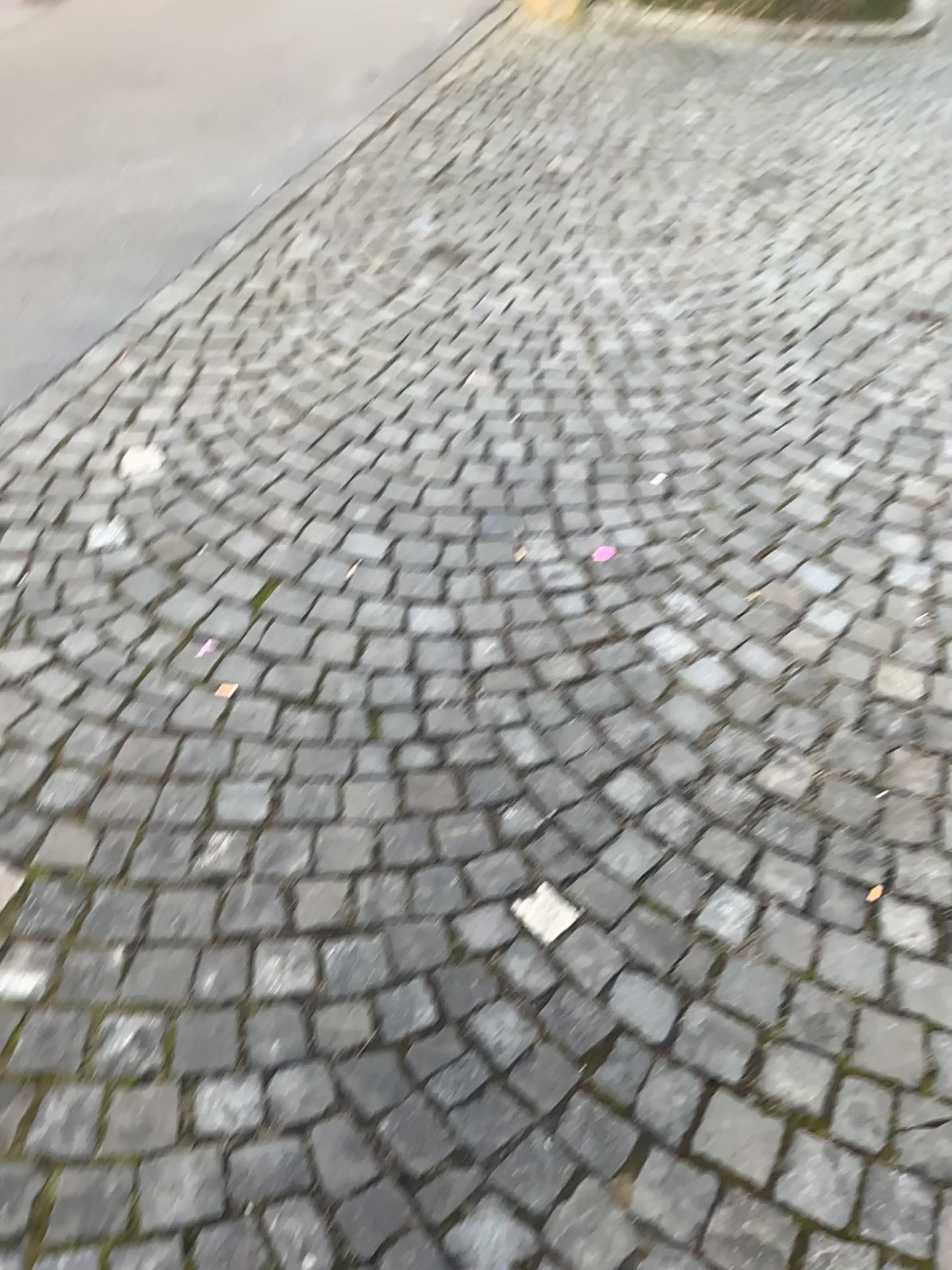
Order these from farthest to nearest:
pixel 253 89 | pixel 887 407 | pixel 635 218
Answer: pixel 253 89, pixel 635 218, pixel 887 407
